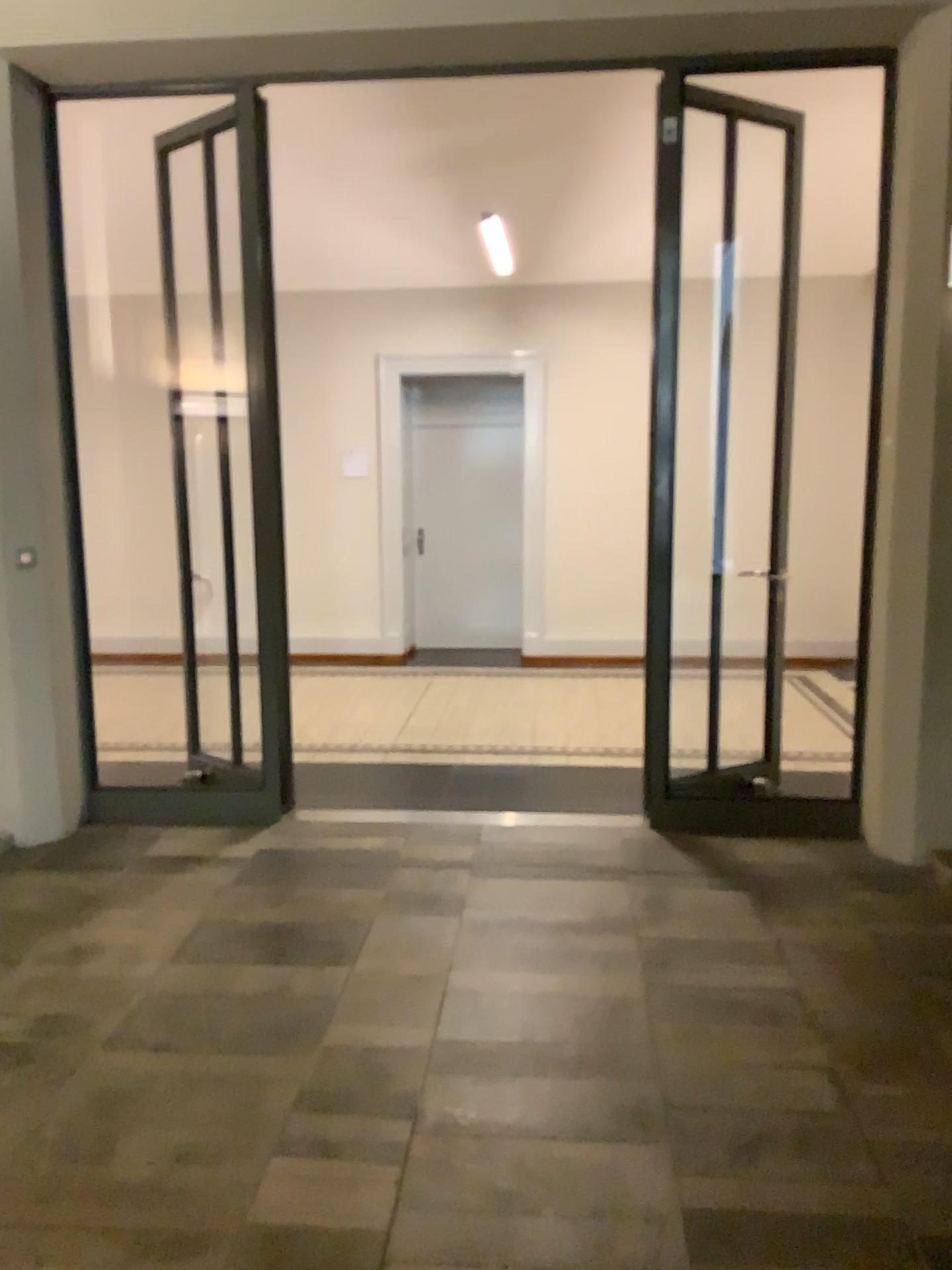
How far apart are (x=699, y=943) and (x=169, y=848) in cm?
220
